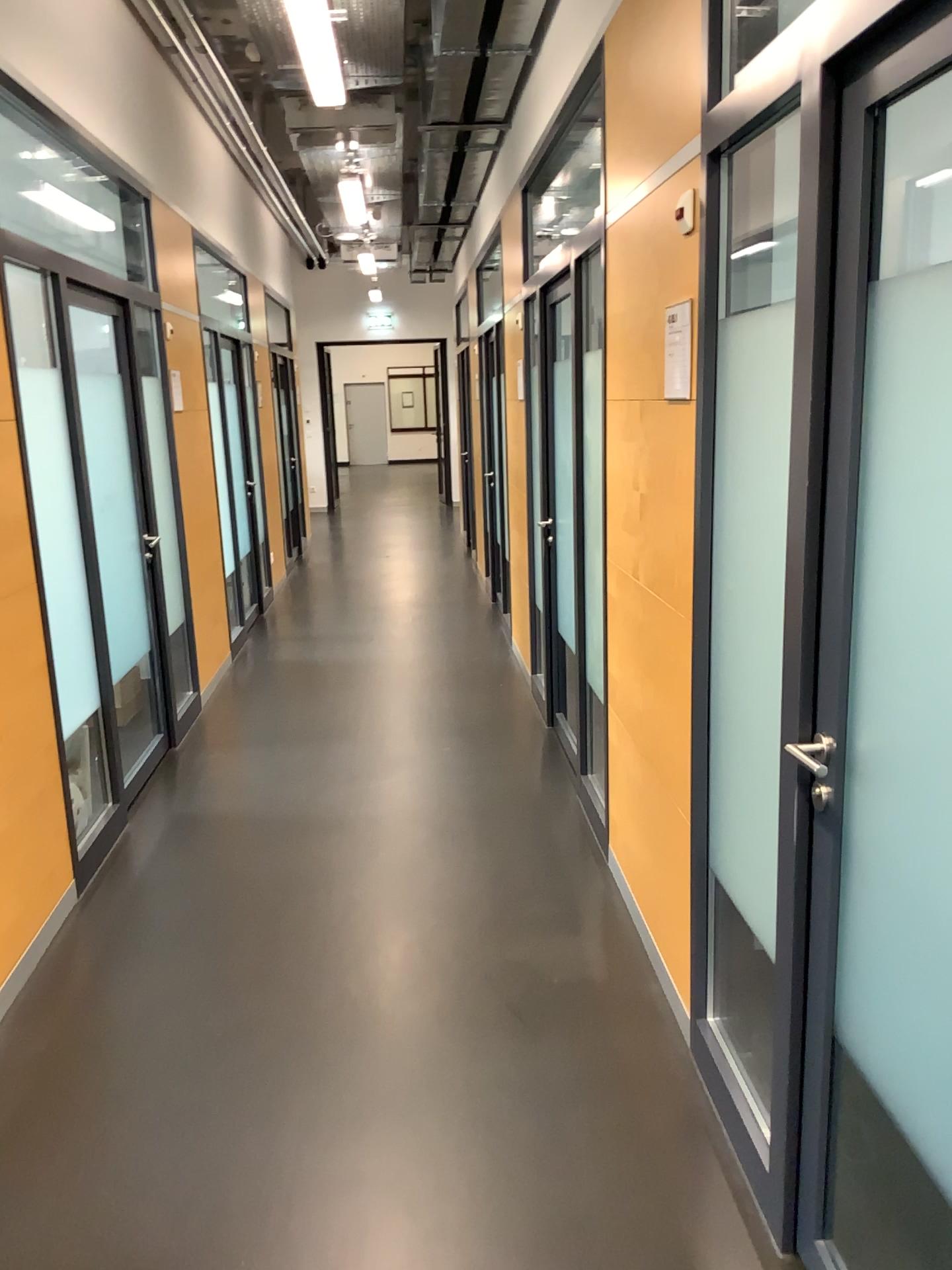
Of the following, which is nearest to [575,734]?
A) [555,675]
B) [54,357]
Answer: [555,675]

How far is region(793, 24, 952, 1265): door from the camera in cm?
146

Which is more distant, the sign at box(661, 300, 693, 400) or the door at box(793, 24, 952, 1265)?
the sign at box(661, 300, 693, 400)

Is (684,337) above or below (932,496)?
above

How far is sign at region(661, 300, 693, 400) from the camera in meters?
2.5

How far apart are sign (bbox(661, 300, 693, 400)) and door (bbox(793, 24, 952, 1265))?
0.9 meters

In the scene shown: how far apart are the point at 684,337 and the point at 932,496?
1.17m

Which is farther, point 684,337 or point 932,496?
point 684,337
